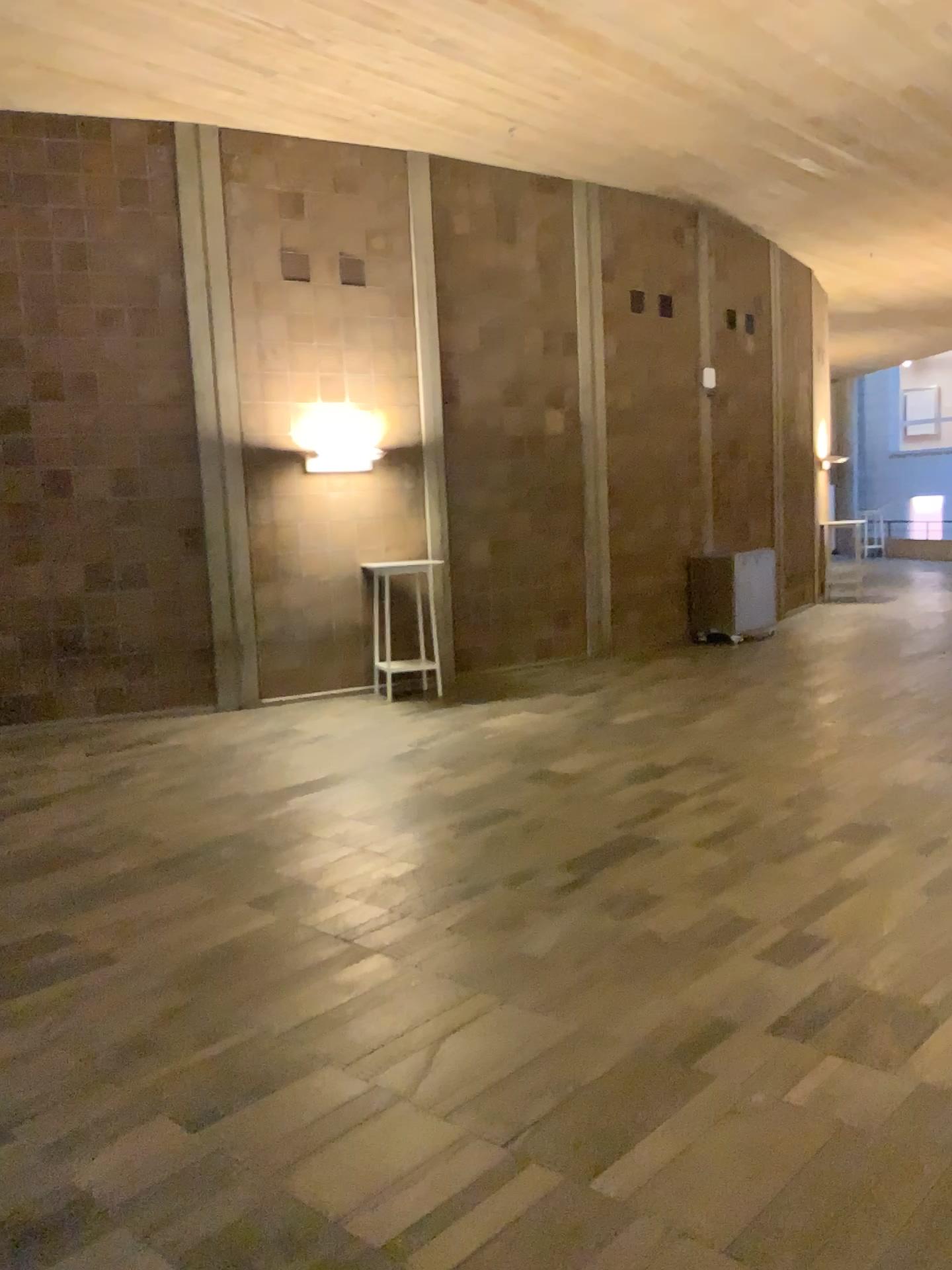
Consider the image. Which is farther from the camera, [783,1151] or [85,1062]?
[85,1062]
